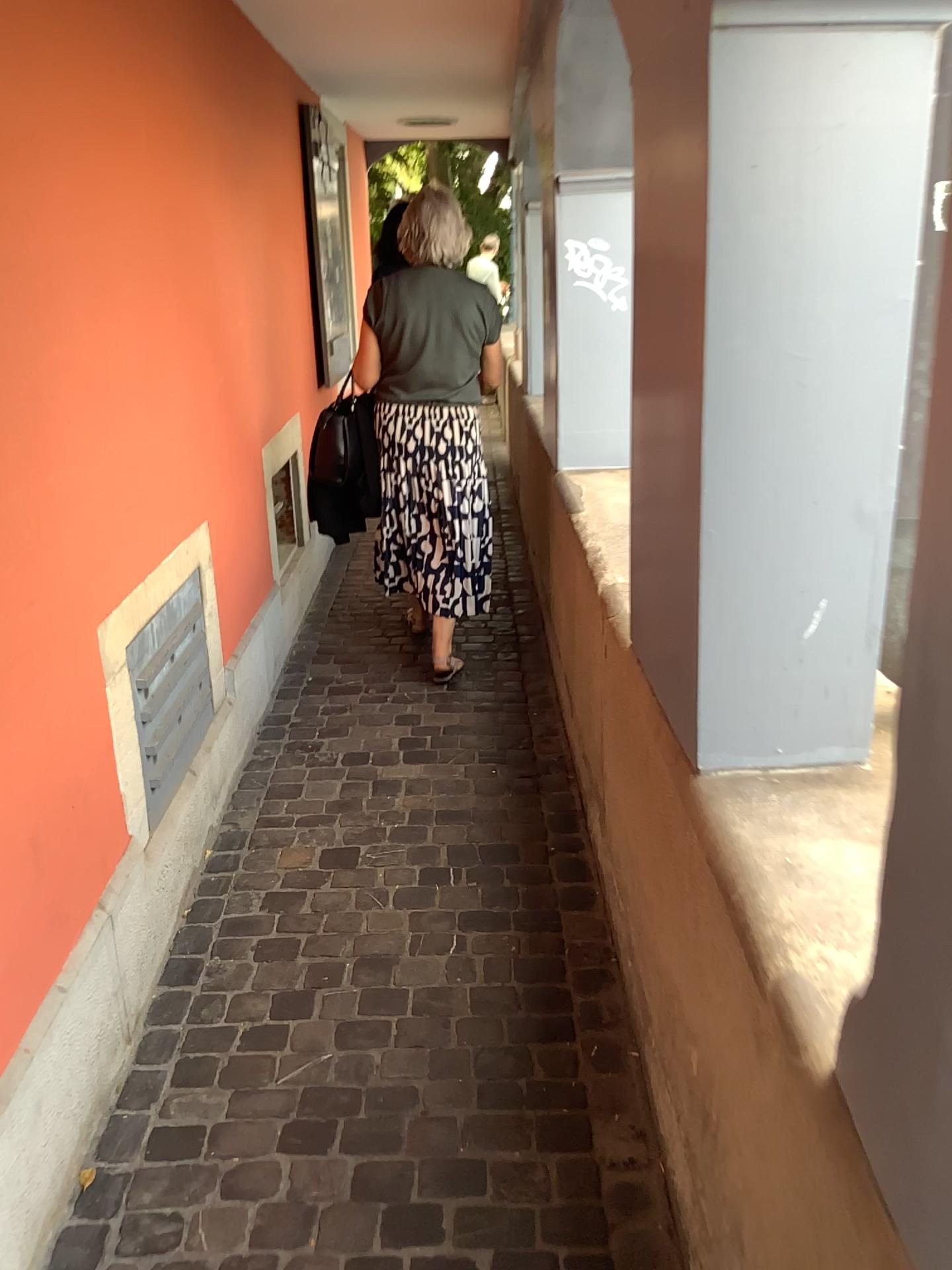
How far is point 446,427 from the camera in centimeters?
362cm

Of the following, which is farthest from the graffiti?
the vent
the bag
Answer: the vent

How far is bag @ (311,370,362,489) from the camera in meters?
3.7

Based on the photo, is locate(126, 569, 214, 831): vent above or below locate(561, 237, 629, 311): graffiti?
below

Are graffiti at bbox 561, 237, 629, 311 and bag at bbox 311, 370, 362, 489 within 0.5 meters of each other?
no

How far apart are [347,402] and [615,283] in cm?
104

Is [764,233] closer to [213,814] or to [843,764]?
[843,764]

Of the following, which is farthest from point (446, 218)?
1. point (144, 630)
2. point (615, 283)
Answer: point (144, 630)

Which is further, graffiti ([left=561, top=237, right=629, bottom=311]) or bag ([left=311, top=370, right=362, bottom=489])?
bag ([left=311, top=370, right=362, bottom=489])

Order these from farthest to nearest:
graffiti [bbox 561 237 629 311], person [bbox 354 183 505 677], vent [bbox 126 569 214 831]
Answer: person [bbox 354 183 505 677] → graffiti [bbox 561 237 629 311] → vent [bbox 126 569 214 831]
